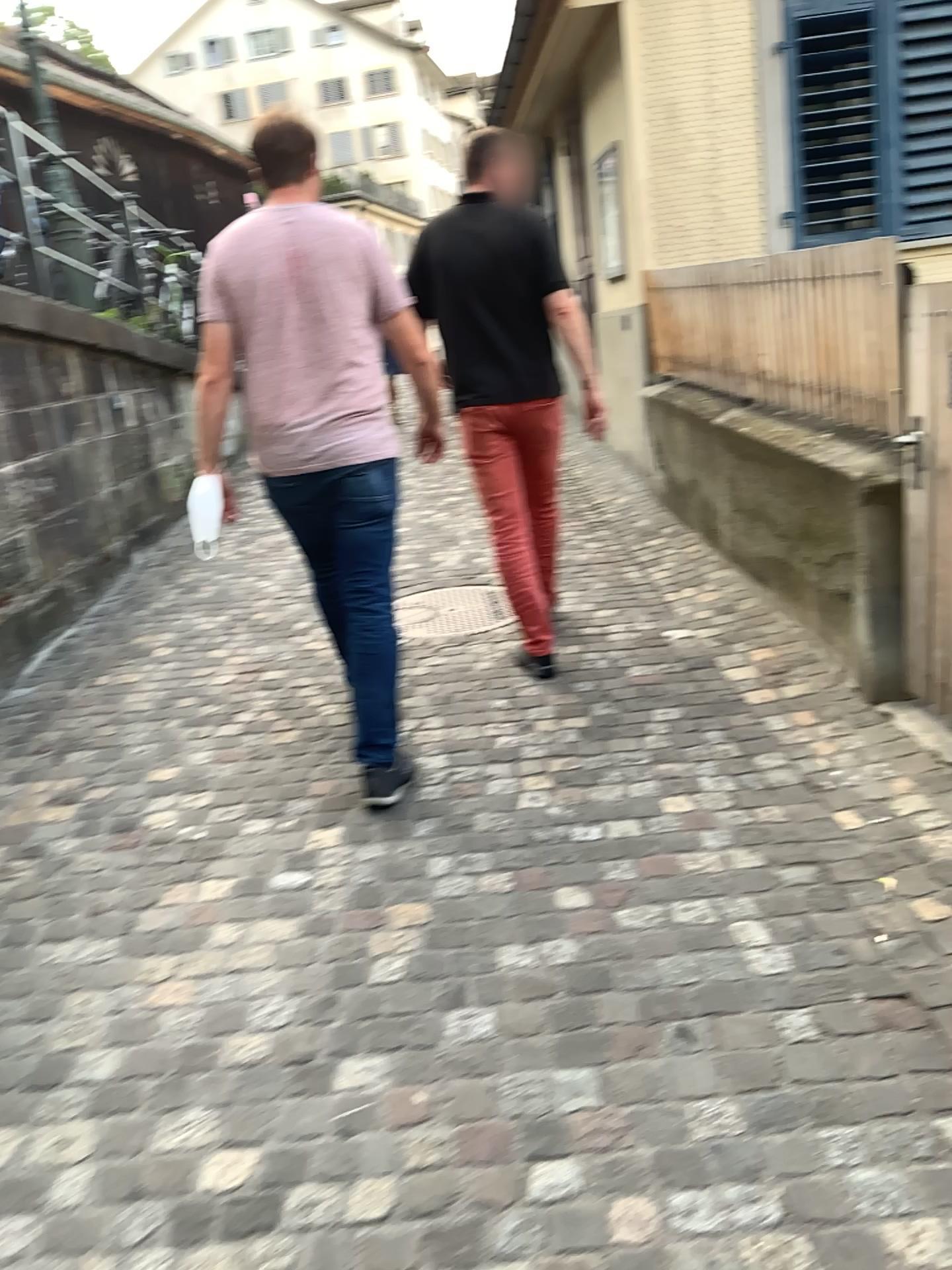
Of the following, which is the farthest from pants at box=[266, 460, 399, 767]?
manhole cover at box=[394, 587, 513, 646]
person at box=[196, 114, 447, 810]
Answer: manhole cover at box=[394, 587, 513, 646]

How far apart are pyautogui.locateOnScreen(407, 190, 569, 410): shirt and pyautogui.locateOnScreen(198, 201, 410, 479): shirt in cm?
70

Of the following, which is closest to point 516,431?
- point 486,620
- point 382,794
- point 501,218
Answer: point 501,218

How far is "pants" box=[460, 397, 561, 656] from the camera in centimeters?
366cm

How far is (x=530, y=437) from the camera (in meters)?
3.68

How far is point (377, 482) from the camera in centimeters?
290cm

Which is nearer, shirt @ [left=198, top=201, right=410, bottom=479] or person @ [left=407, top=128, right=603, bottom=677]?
shirt @ [left=198, top=201, right=410, bottom=479]

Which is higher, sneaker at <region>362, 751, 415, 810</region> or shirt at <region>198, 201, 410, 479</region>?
shirt at <region>198, 201, 410, 479</region>

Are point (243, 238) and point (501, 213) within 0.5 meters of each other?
no

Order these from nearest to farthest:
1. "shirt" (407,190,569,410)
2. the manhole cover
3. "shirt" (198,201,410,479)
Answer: "shirt" (198,201,410,479), "shirt" (407,190,569,410), the manhole cover
